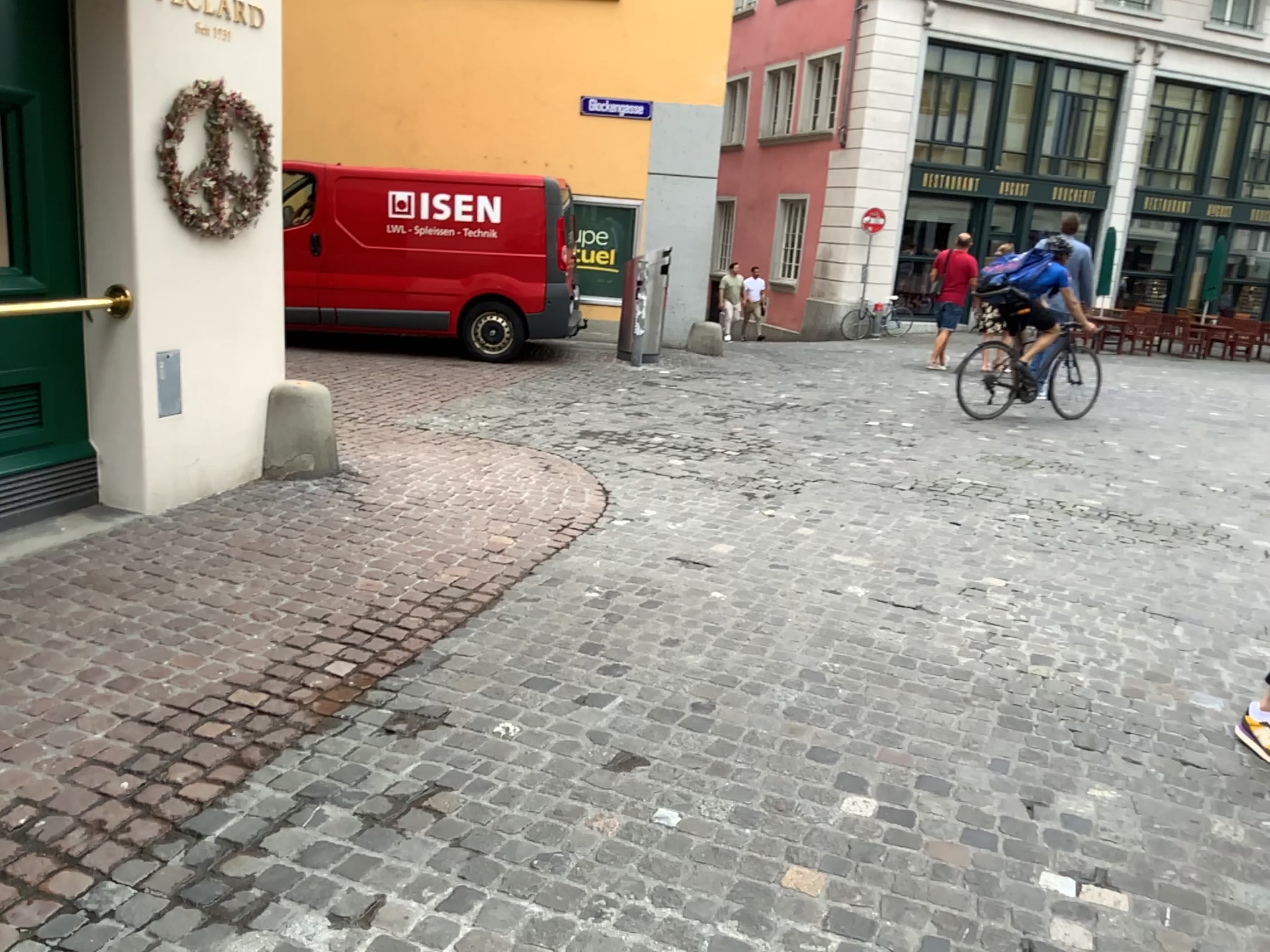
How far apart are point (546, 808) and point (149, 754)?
1.1m
